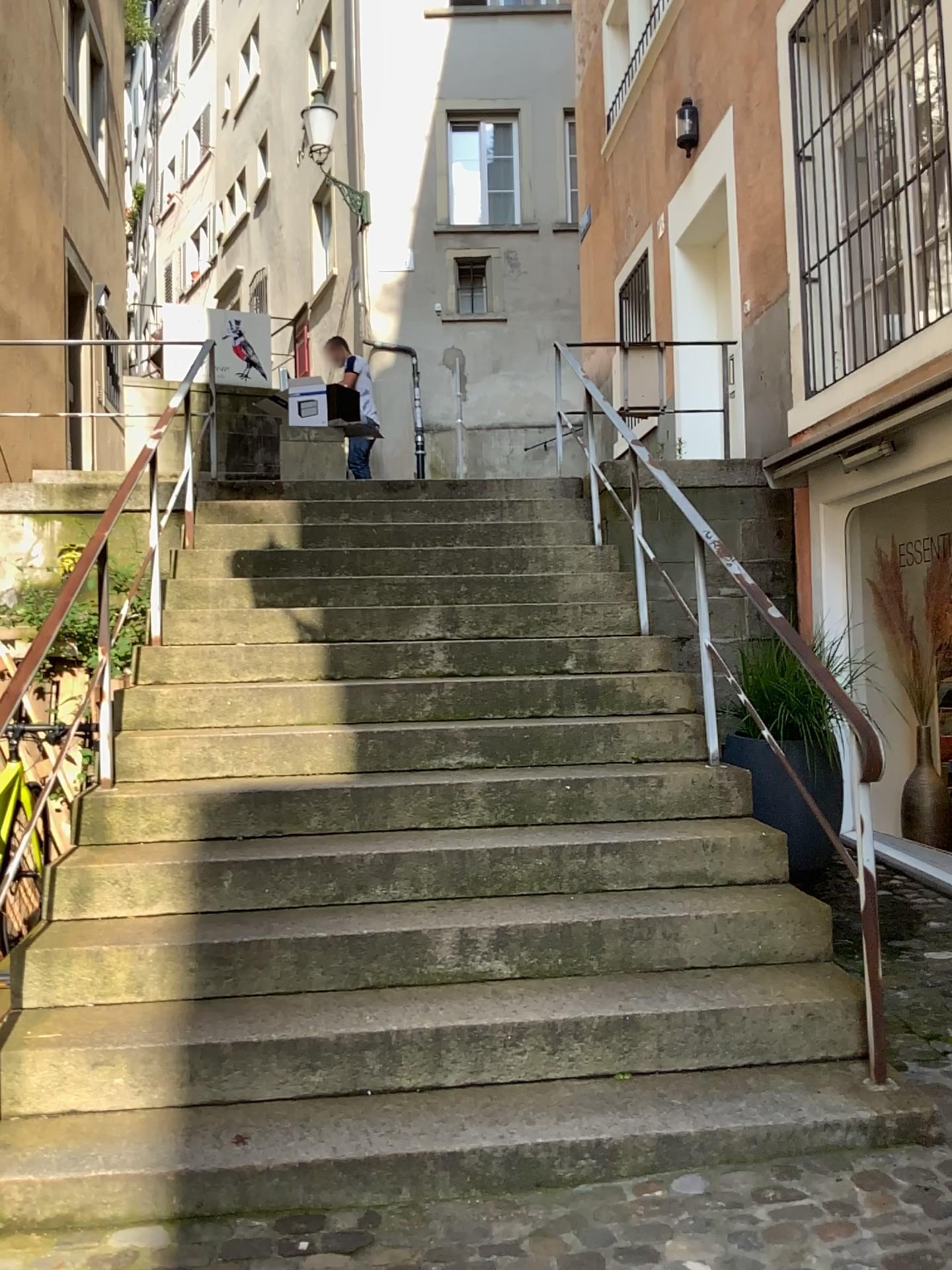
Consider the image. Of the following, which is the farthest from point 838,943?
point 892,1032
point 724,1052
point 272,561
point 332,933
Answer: point 272,561
